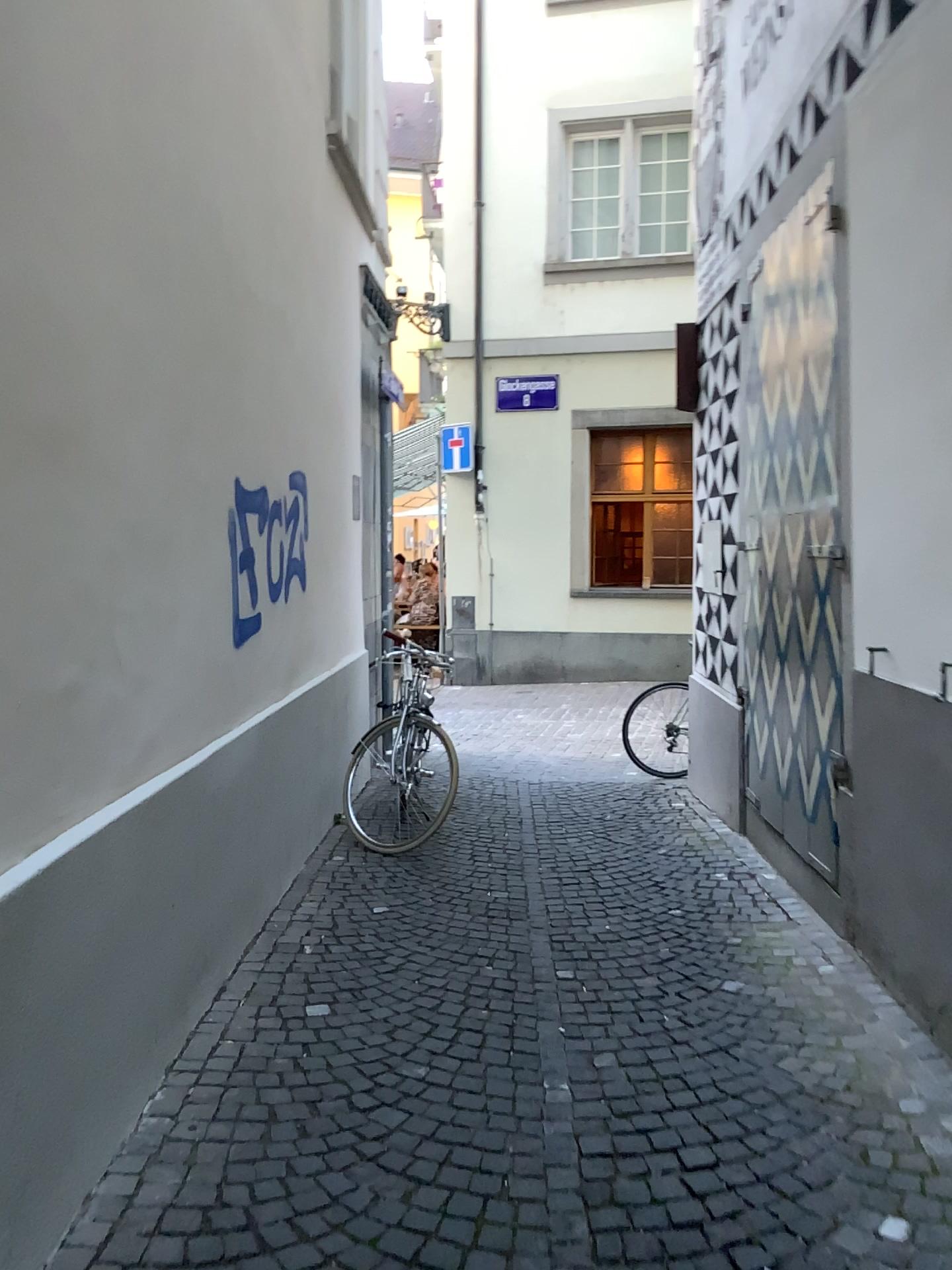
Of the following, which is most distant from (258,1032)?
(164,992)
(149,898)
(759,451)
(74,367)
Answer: (759,451)
